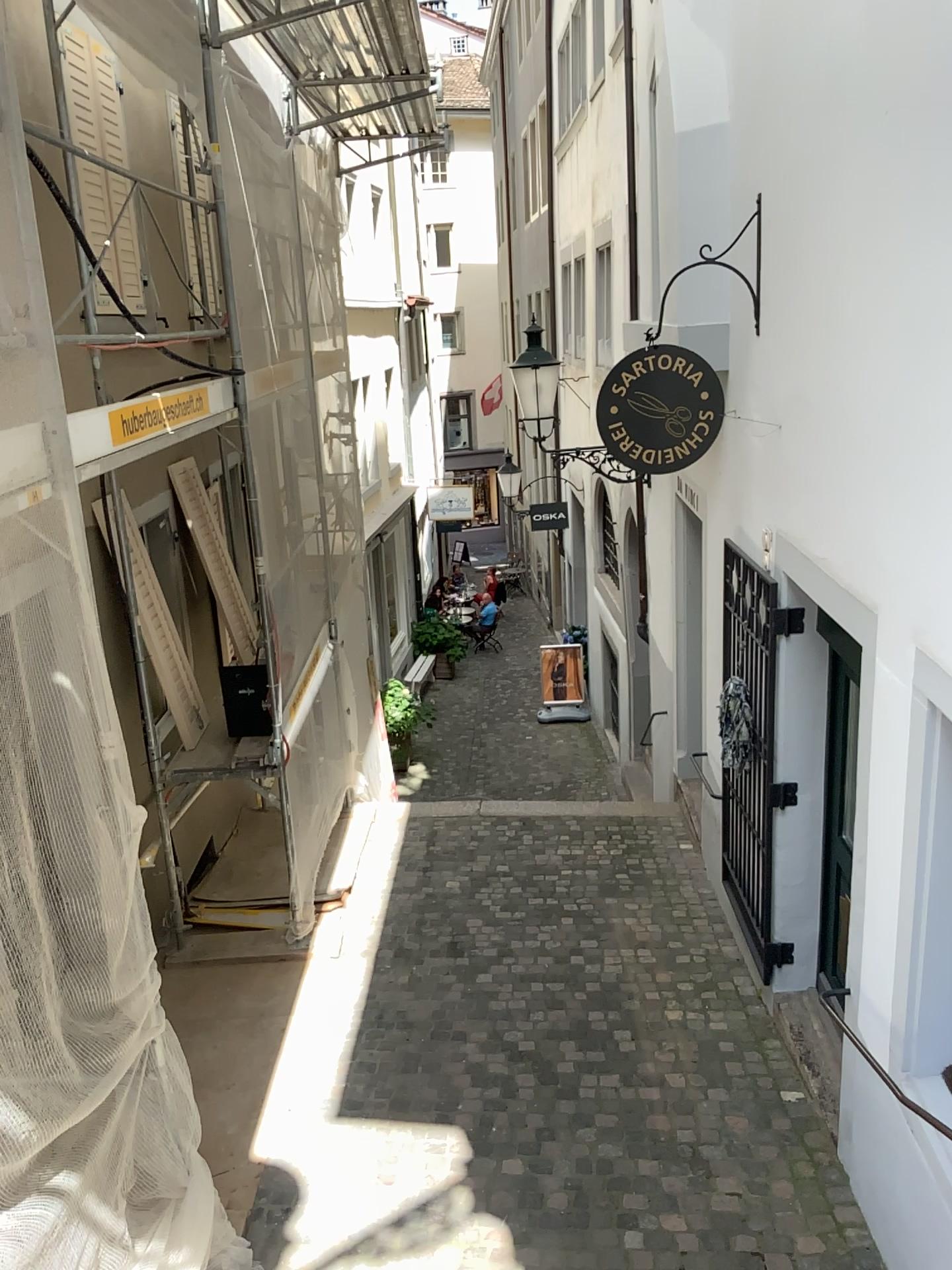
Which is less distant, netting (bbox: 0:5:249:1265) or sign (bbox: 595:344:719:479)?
netting (bbox: 0:5:249:1265)

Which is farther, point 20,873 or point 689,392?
point 689,392

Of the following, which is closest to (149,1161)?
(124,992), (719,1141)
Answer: (124,992)

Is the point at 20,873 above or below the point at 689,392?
below
